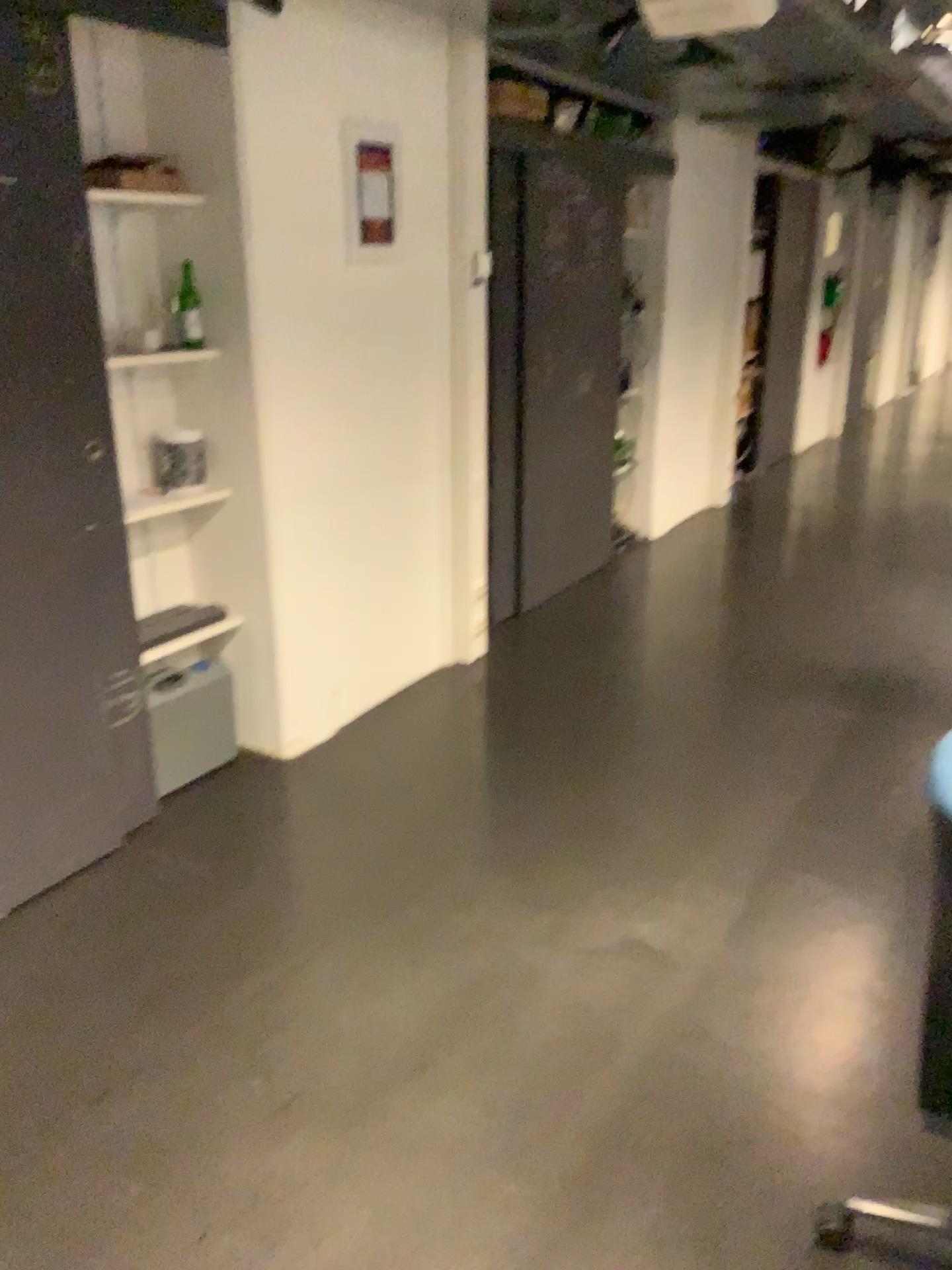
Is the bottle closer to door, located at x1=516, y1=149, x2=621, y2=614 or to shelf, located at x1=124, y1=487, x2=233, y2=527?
shelf, located at x1=124, y1=487, x2=233, y2=527

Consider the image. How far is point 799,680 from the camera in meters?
4.1 m

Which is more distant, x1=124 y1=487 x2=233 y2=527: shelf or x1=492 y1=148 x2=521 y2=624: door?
x1=492 y1=148 x2=521 y2=624: door

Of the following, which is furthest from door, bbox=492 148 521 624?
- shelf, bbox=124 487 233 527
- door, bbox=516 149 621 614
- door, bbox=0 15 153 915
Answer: door, bbox=0 15 153 915

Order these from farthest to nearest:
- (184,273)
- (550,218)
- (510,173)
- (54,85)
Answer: (550,218)
(510,173)
(184,273)
(54,85)

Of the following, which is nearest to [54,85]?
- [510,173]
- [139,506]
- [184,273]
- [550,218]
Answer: [184,273]

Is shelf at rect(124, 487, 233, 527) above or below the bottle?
below

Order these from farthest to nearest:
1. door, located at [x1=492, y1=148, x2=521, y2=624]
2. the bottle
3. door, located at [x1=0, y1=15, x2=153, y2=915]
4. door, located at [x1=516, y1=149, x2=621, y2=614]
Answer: door, located at [x1=516, y1=149, x2=621, y2=614] → door, located at [x1=492, y1=148, x2=521, y2=624] → the bottle → door, located at [x1=0, y1=15, x2=153, y2=915]

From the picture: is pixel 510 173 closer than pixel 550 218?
Yes

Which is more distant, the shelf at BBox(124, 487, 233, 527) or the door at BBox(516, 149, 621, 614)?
the door at BBox(516, 149, 621, 614)
